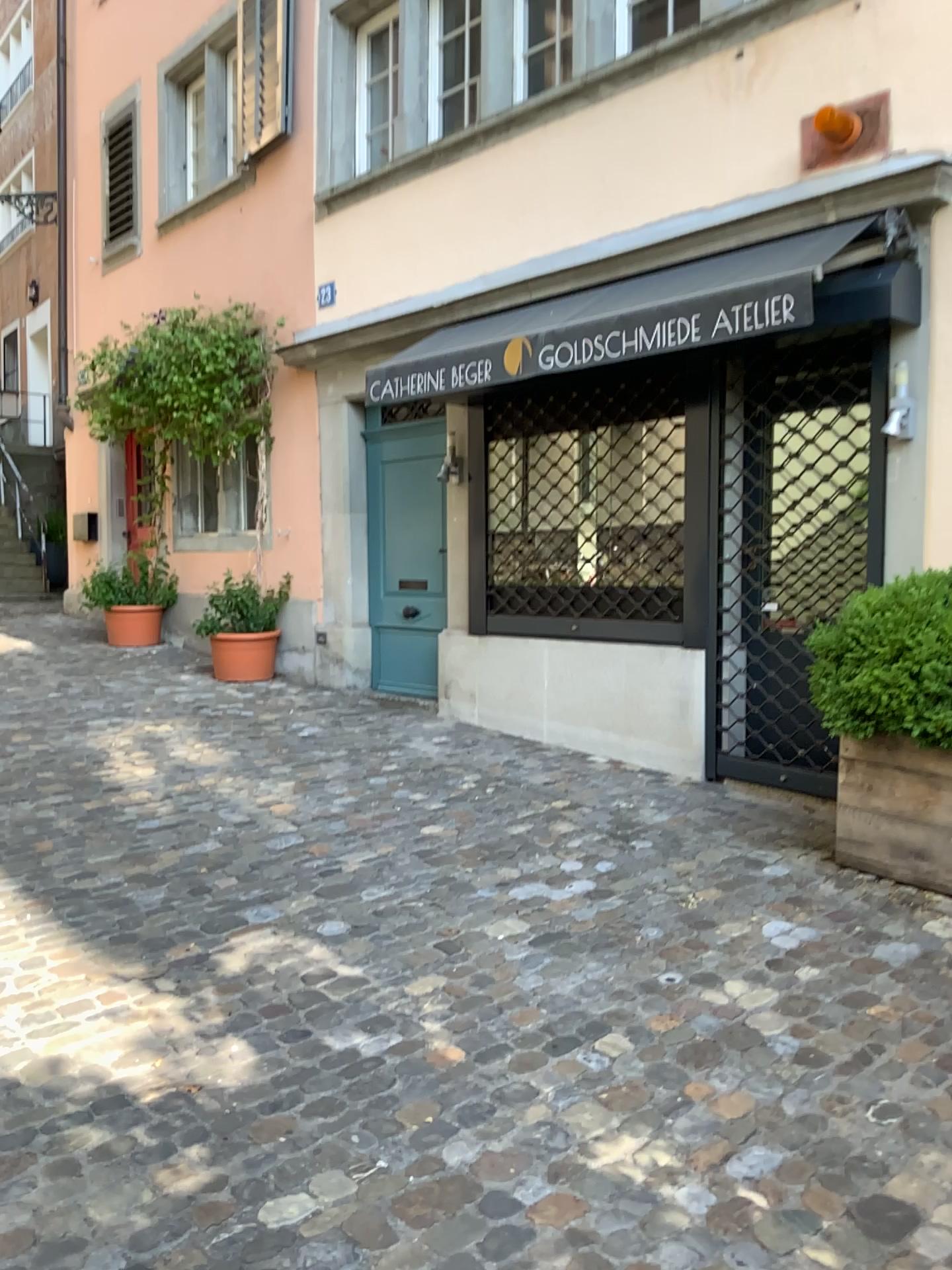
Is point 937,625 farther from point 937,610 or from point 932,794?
point 932,794

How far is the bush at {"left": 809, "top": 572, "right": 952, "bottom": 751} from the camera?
3.53m

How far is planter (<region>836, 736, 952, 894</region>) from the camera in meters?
3.7

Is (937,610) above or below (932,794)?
above

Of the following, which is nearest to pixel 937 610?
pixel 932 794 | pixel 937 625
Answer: pixel 937 625

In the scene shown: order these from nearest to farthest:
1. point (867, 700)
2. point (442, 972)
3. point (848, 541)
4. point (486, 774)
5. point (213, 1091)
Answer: point (213, 1091) → point (442, 972) → point (867, 700) → point (848, 541) → point (486, 774)

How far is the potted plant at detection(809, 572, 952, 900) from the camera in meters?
3.6
